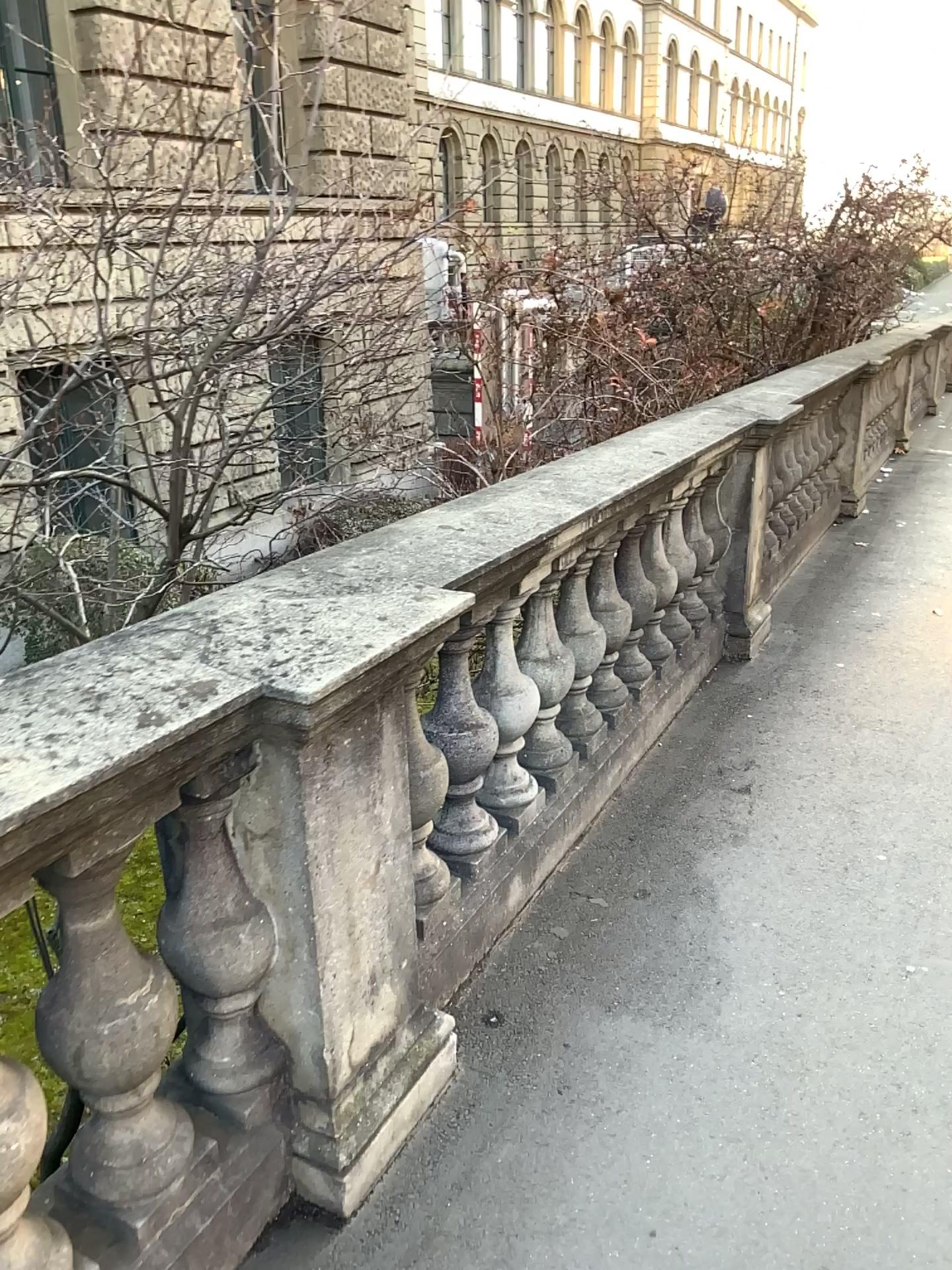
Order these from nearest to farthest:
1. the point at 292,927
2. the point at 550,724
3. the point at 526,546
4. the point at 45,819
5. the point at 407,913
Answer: the point at 45,819 < the point at 292,927 < the point at 407,913 < the point at 526,546 < the point at 550,724

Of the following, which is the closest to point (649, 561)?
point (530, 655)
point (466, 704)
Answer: point (530, 655)

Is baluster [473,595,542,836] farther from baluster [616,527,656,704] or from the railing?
baluster [616,527,656,704]

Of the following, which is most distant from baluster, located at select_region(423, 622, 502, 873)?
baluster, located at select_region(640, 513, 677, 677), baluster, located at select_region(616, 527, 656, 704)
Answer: baluster, located at select_region(640, 513, 677, 677)

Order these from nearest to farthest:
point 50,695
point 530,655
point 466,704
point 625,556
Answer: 1. point 50,695
2. point 466,704
3. point 530,655
4. point 625,556

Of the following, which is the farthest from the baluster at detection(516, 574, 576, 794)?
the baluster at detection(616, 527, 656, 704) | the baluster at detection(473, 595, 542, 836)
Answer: the baluster at detection(616, 527, 656, 704)

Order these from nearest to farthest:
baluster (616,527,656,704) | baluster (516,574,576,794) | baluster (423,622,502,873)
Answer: baluster (423,622,502,873) < baluster (516,574,576,794) < baluster (616,527,656,704)

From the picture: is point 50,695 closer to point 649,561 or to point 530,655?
point 530,655

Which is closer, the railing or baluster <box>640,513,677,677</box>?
the railing

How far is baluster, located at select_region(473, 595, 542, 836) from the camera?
2.7 meters
